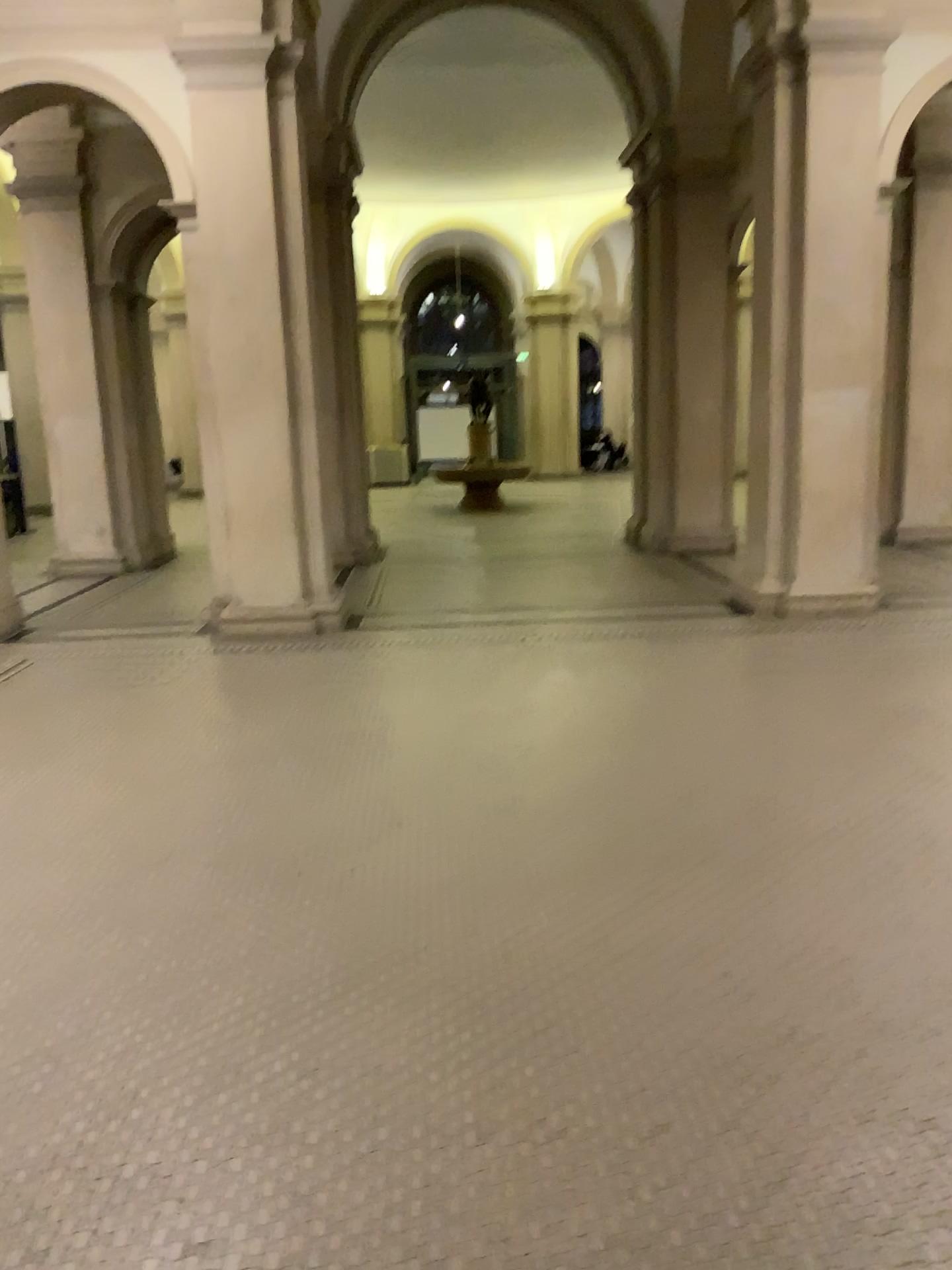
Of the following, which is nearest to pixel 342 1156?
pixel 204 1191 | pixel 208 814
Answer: pixel 204 1191
